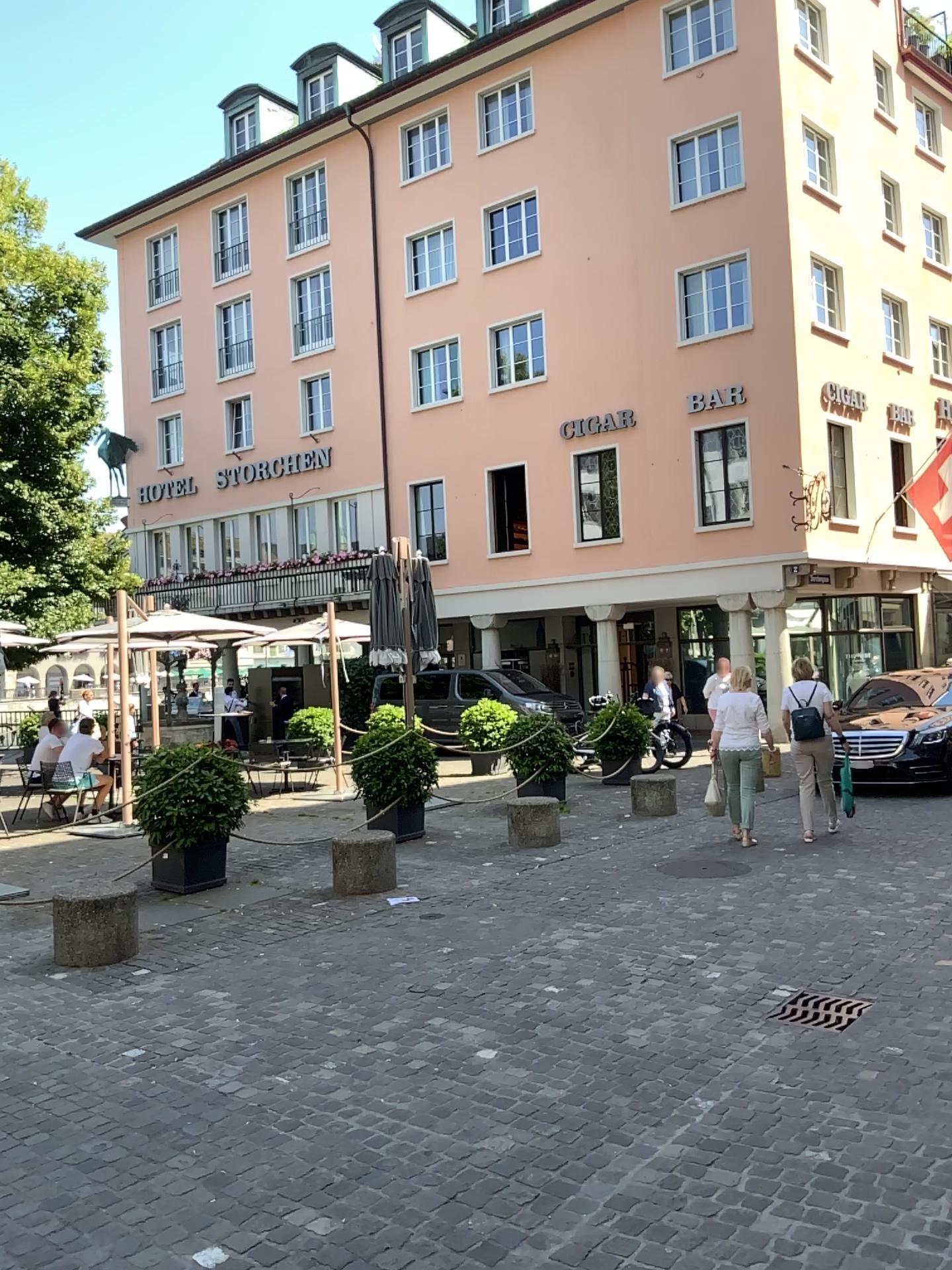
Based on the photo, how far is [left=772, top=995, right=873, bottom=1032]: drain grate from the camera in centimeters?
482cm

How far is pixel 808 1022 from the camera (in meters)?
4.82

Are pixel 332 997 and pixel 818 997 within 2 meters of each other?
no
